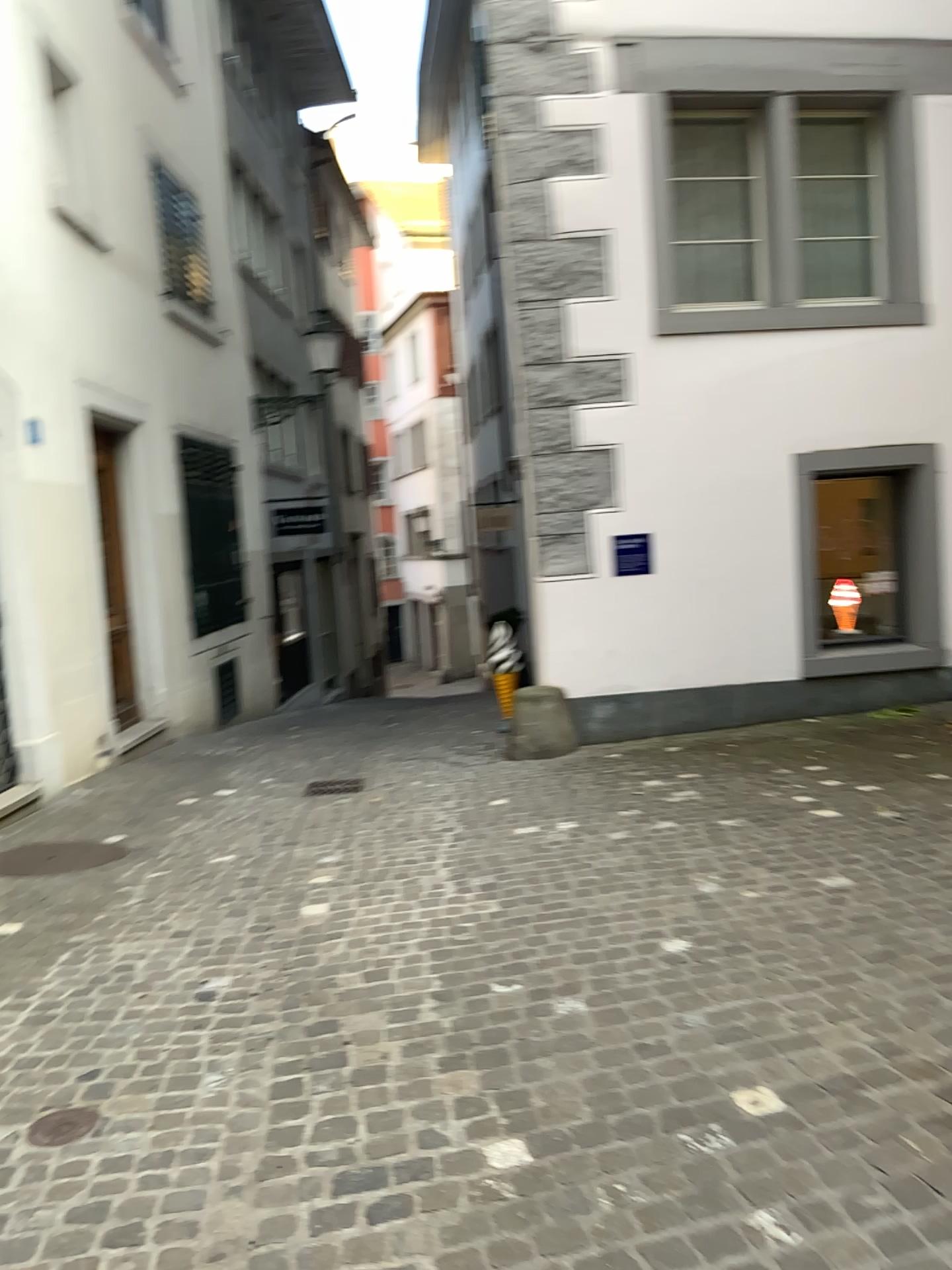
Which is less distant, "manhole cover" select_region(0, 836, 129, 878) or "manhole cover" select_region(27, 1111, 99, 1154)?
"manhole cover" select_region(27, 1111, 99, 1154)

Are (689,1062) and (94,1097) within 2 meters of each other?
yes

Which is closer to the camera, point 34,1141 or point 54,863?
point 34,1141

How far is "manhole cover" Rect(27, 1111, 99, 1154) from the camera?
2.55m

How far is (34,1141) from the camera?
2.54m
